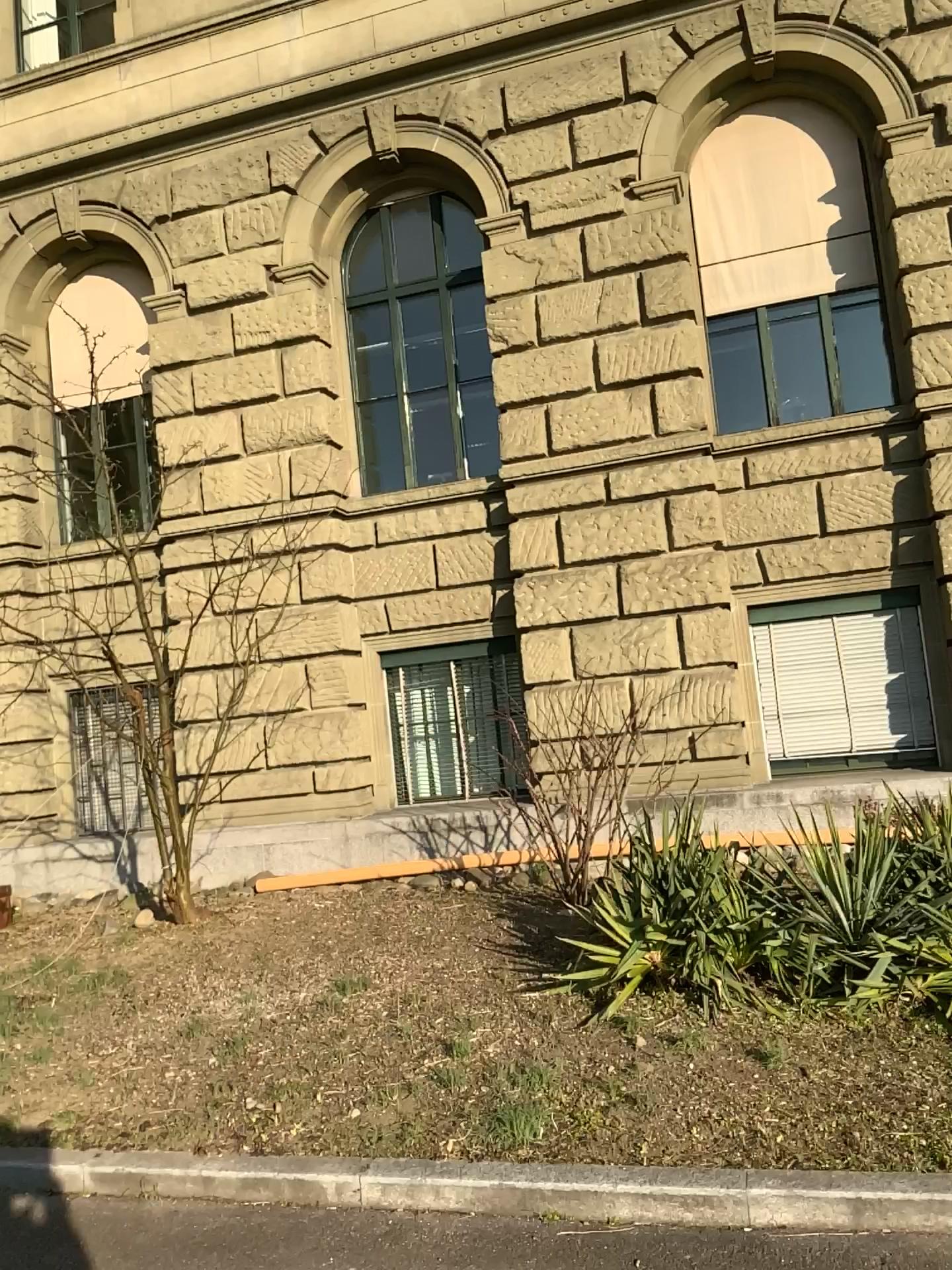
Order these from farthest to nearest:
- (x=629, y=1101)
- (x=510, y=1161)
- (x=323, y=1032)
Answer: (x=323, y=1032), (x=629, y=1101), (x=510, y=1161)
